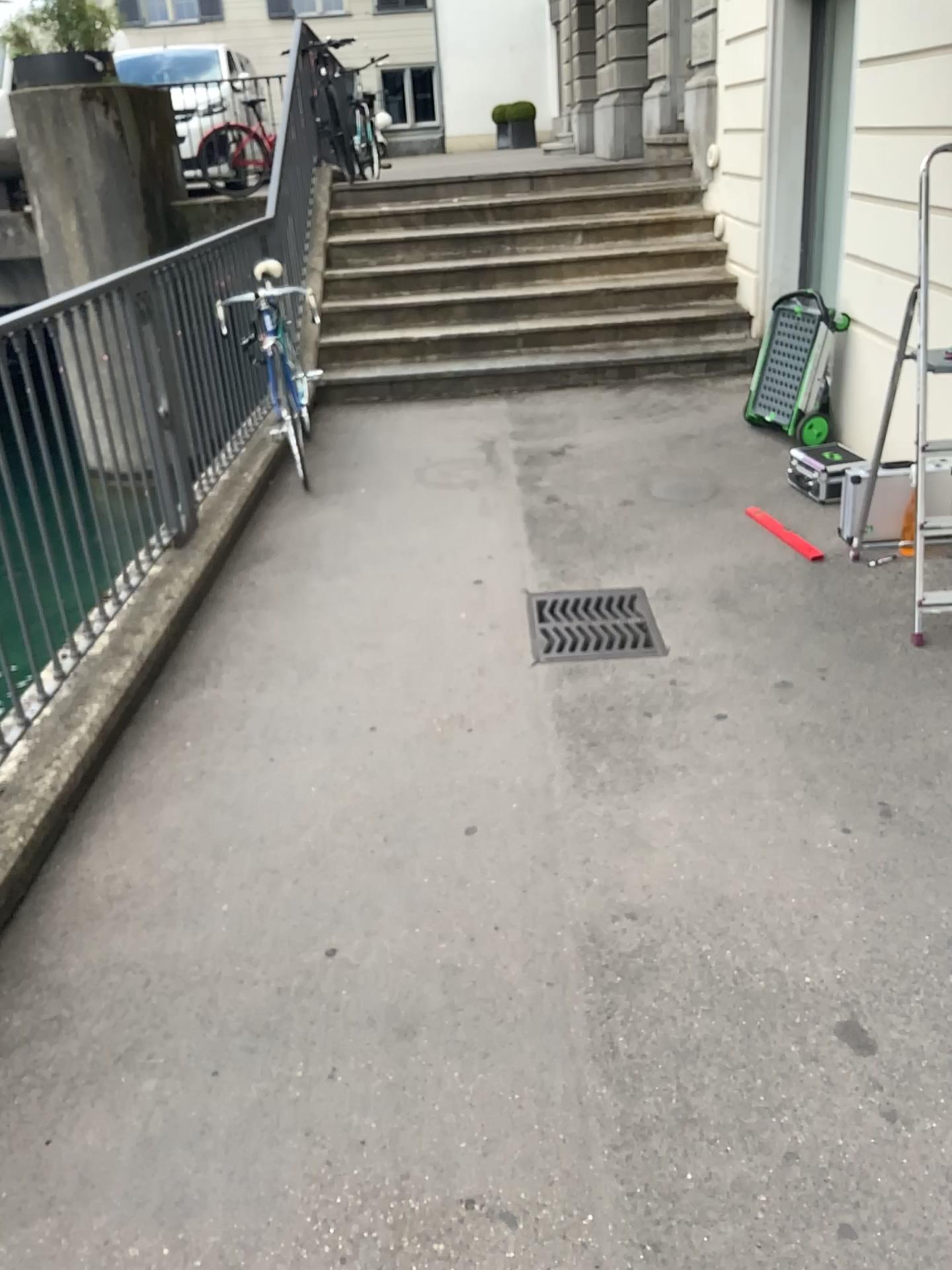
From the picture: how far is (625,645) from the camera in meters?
3.5

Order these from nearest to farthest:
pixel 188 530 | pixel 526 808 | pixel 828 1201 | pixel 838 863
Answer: pixel 828 1201 < pixel 838 863 < pixel 526 808 < pixel 188 530

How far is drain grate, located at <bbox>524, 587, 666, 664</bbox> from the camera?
3.5 meters
